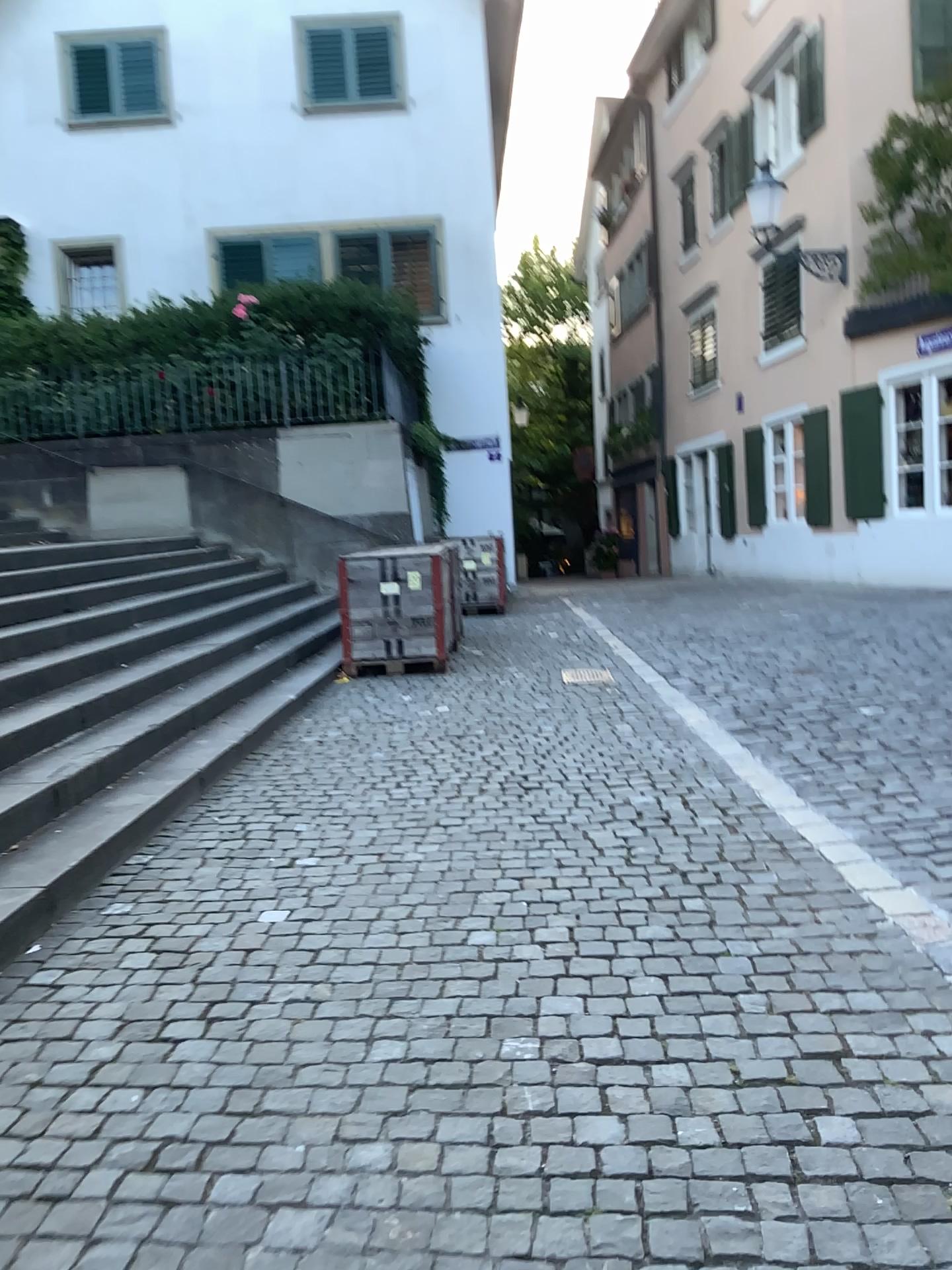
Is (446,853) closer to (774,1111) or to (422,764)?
(422,764)
